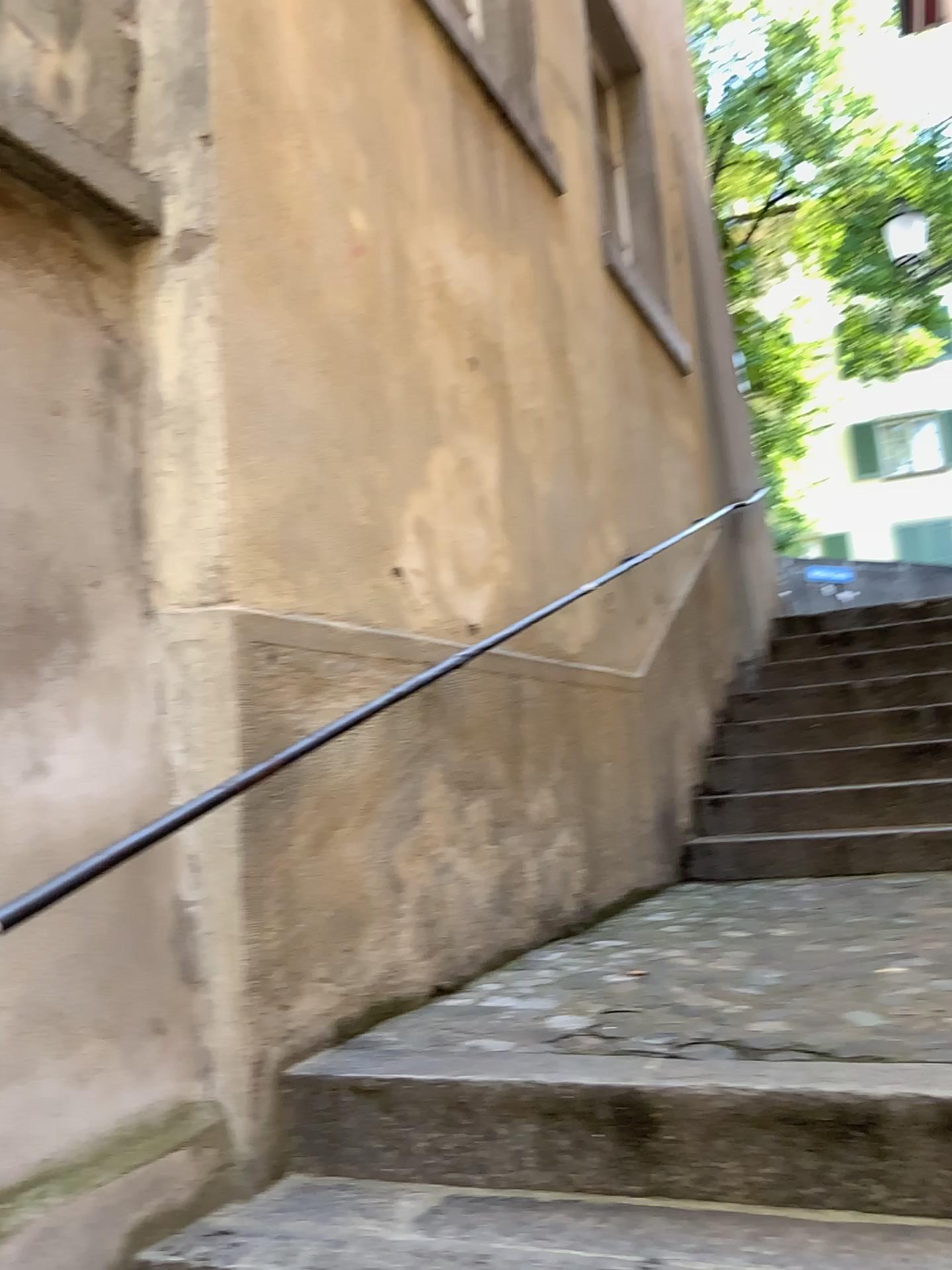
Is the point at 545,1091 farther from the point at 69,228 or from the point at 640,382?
the point at 640,382

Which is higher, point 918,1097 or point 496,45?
point 496,45

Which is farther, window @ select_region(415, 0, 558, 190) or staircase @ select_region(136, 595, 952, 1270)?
window @ select_region(415, 0, 558, 190)

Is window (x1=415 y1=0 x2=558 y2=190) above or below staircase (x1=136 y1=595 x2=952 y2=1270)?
above

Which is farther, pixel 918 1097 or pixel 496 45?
pixel 496 45
